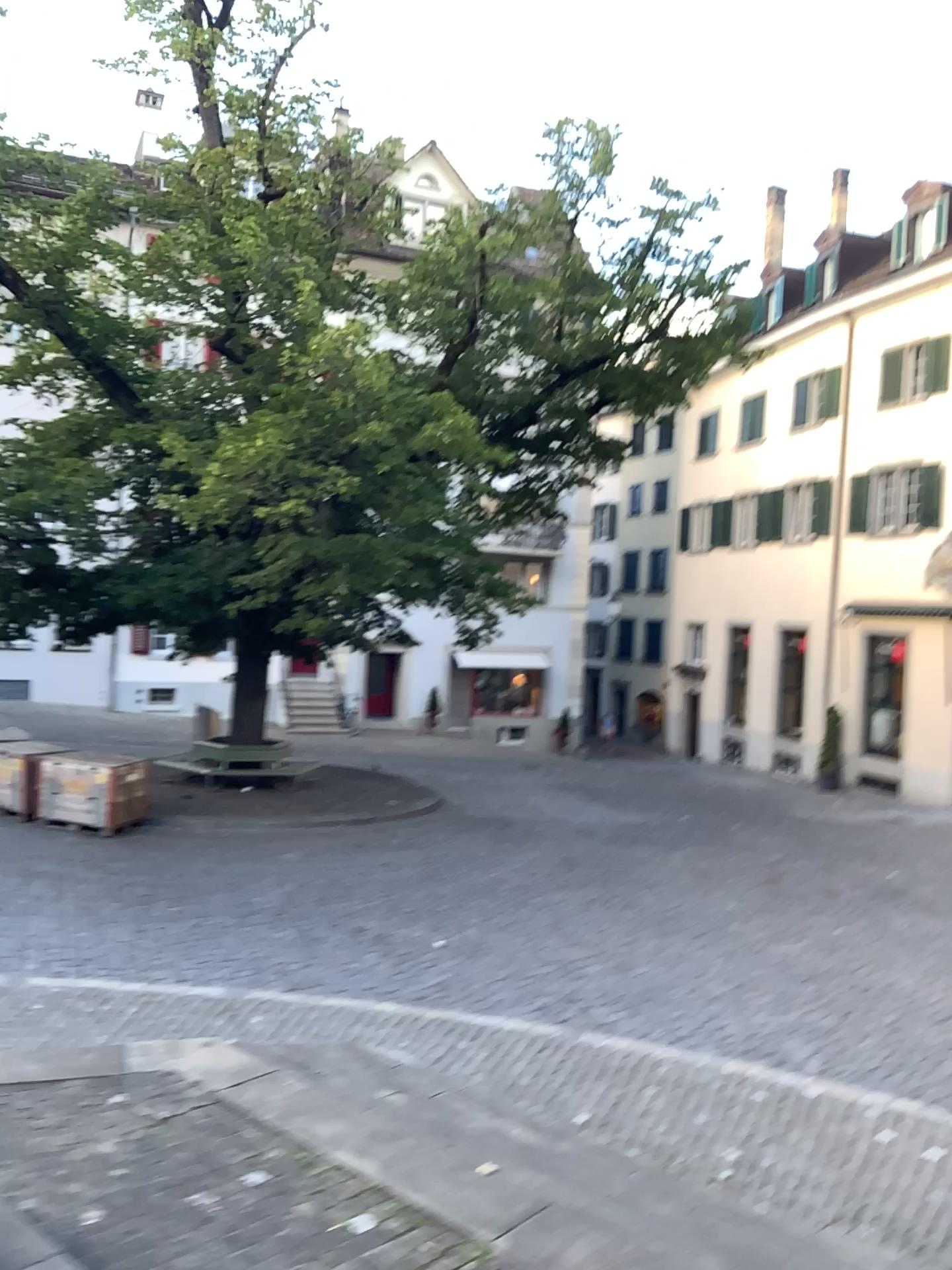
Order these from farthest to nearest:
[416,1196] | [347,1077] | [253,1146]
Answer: [347,1077] < [253,1146] < [416,1196]
